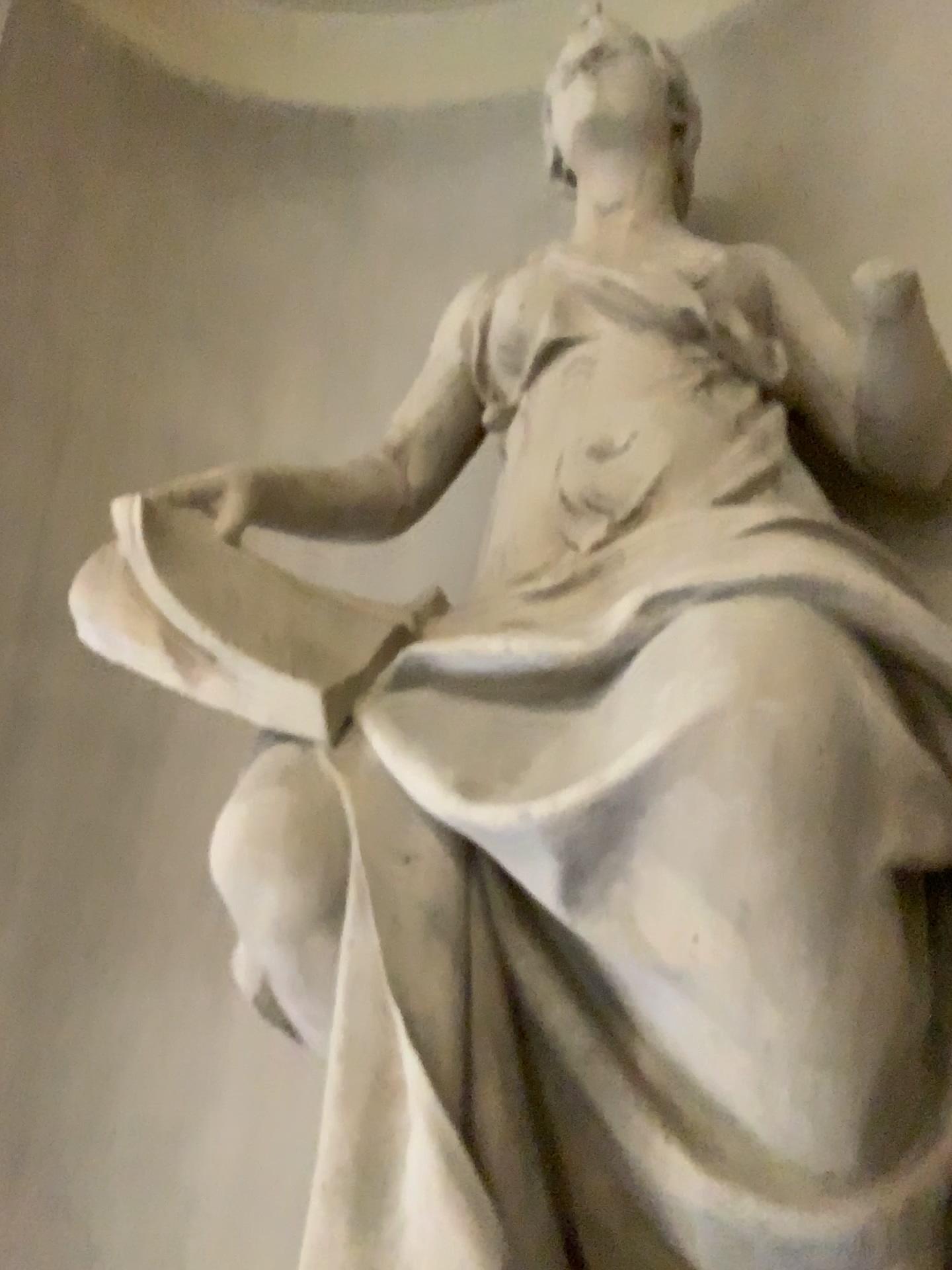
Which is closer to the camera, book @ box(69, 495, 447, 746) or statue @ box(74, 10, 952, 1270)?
statue @ box(74, 10, 952, 1270)

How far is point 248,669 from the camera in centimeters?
144cm

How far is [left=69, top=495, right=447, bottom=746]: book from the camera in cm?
144

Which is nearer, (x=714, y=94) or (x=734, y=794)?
(x=734, y=794)

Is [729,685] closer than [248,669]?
Yes
